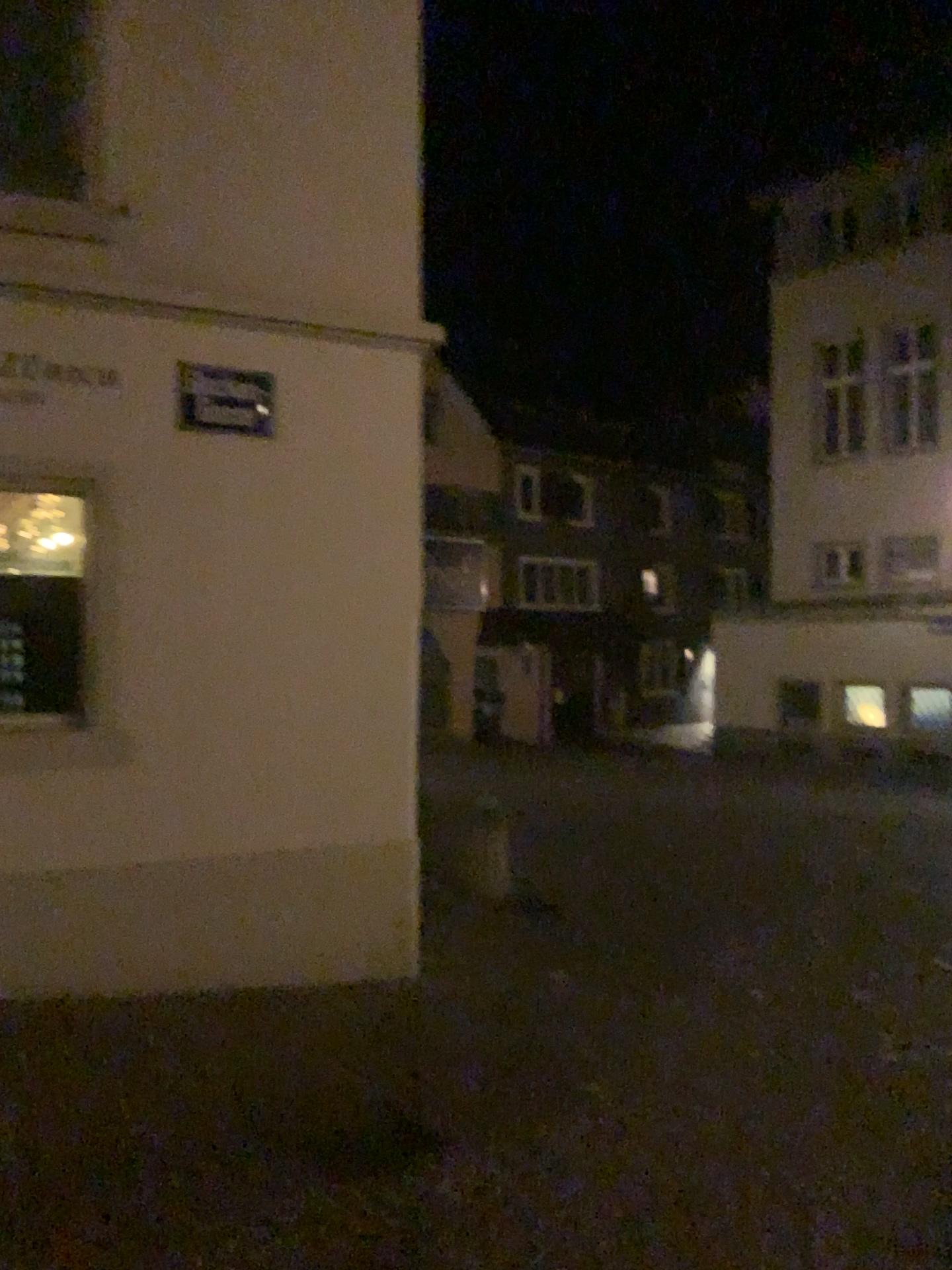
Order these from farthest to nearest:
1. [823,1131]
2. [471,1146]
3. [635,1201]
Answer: [823,1131] < [471,1146] < [635,1201]
